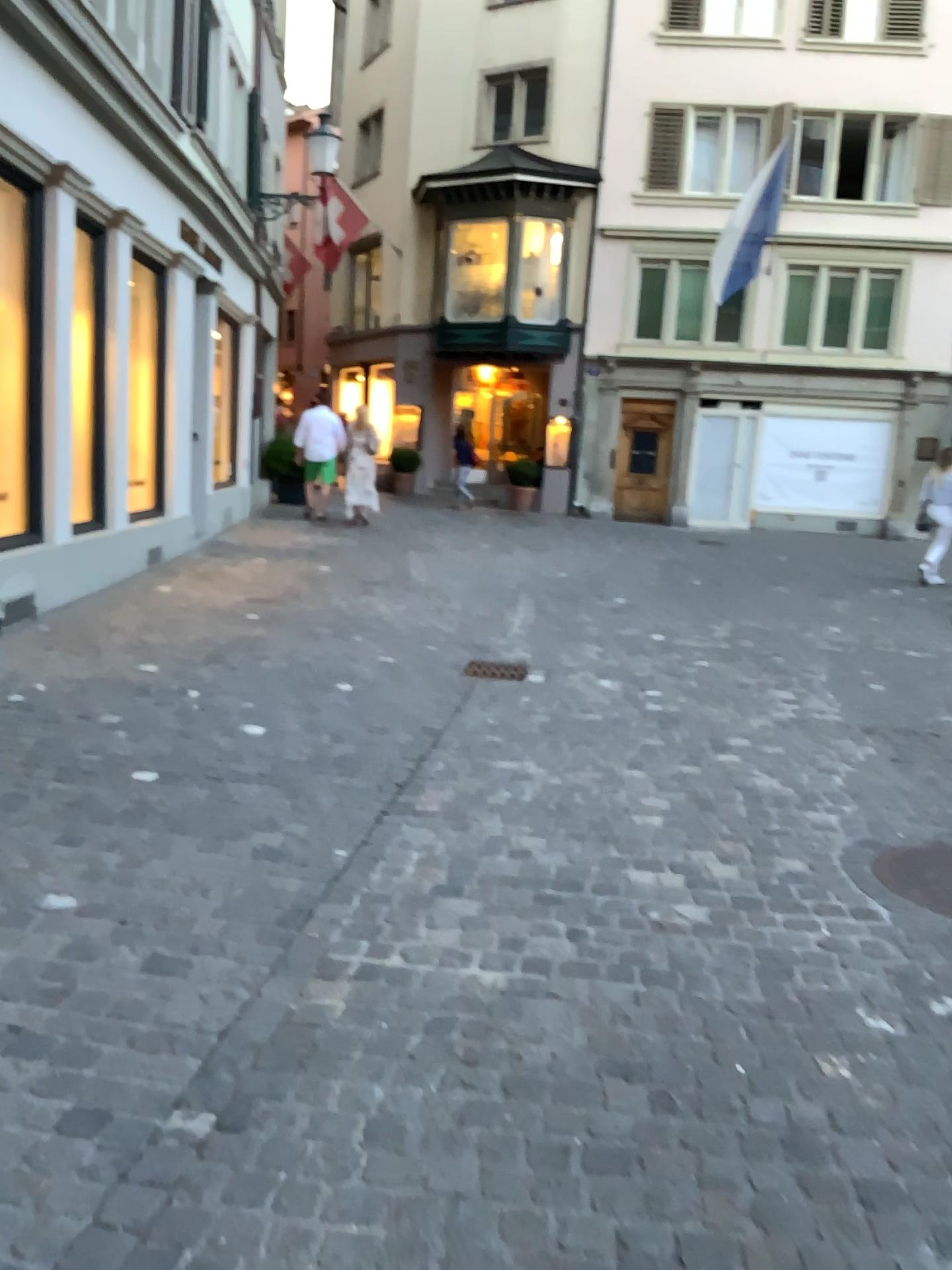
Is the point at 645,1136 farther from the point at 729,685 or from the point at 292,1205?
the point at 729,685

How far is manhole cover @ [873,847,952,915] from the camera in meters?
3.2

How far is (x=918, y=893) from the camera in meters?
3.2 m
